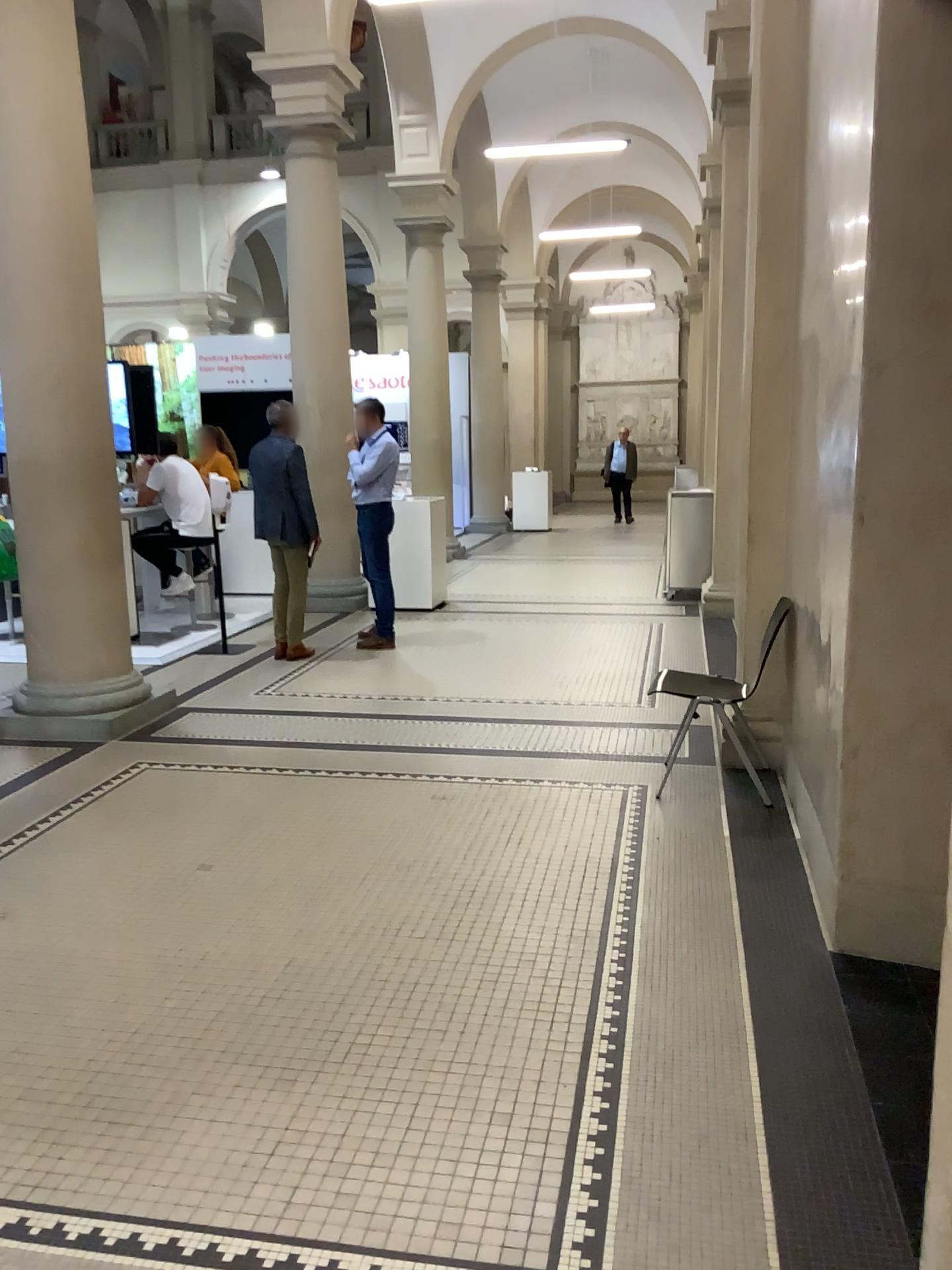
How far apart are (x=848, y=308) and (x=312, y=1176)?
3.3m
